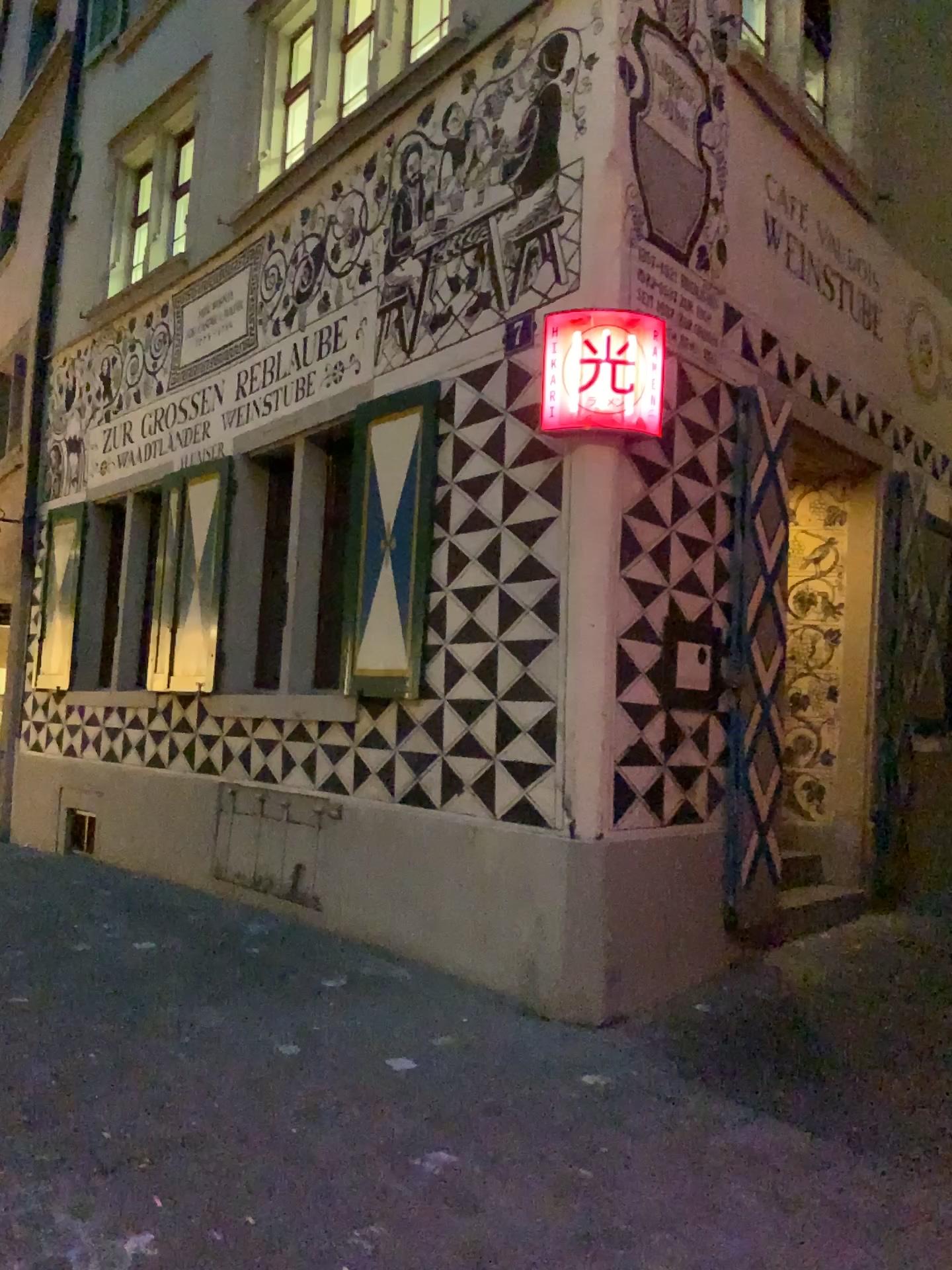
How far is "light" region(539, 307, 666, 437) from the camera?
4.43m

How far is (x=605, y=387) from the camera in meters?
4.4 m

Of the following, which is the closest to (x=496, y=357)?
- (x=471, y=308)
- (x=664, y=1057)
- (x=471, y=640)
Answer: (x=471, y=308)
